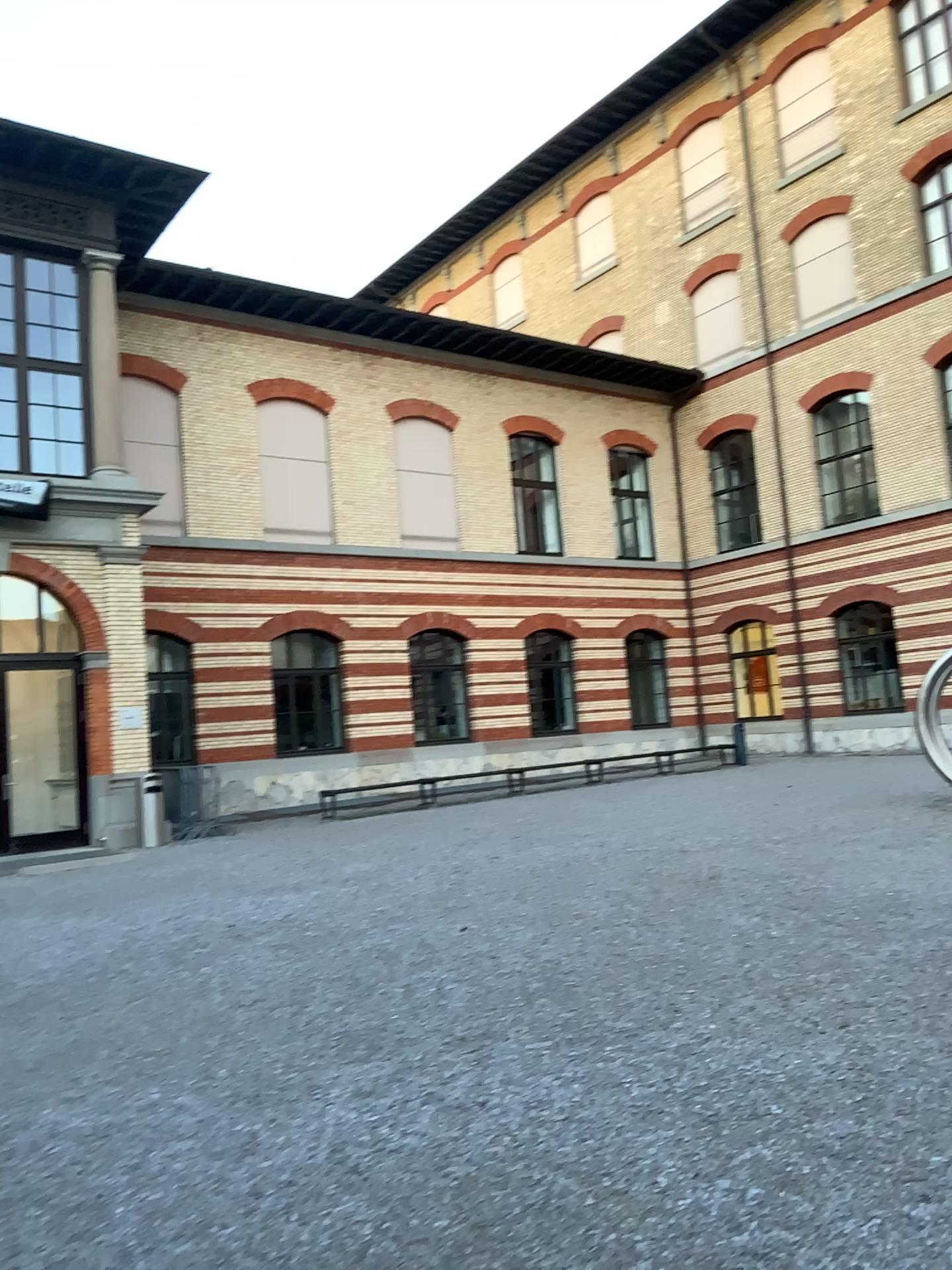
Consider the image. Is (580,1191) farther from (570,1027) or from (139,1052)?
(139,1052)
